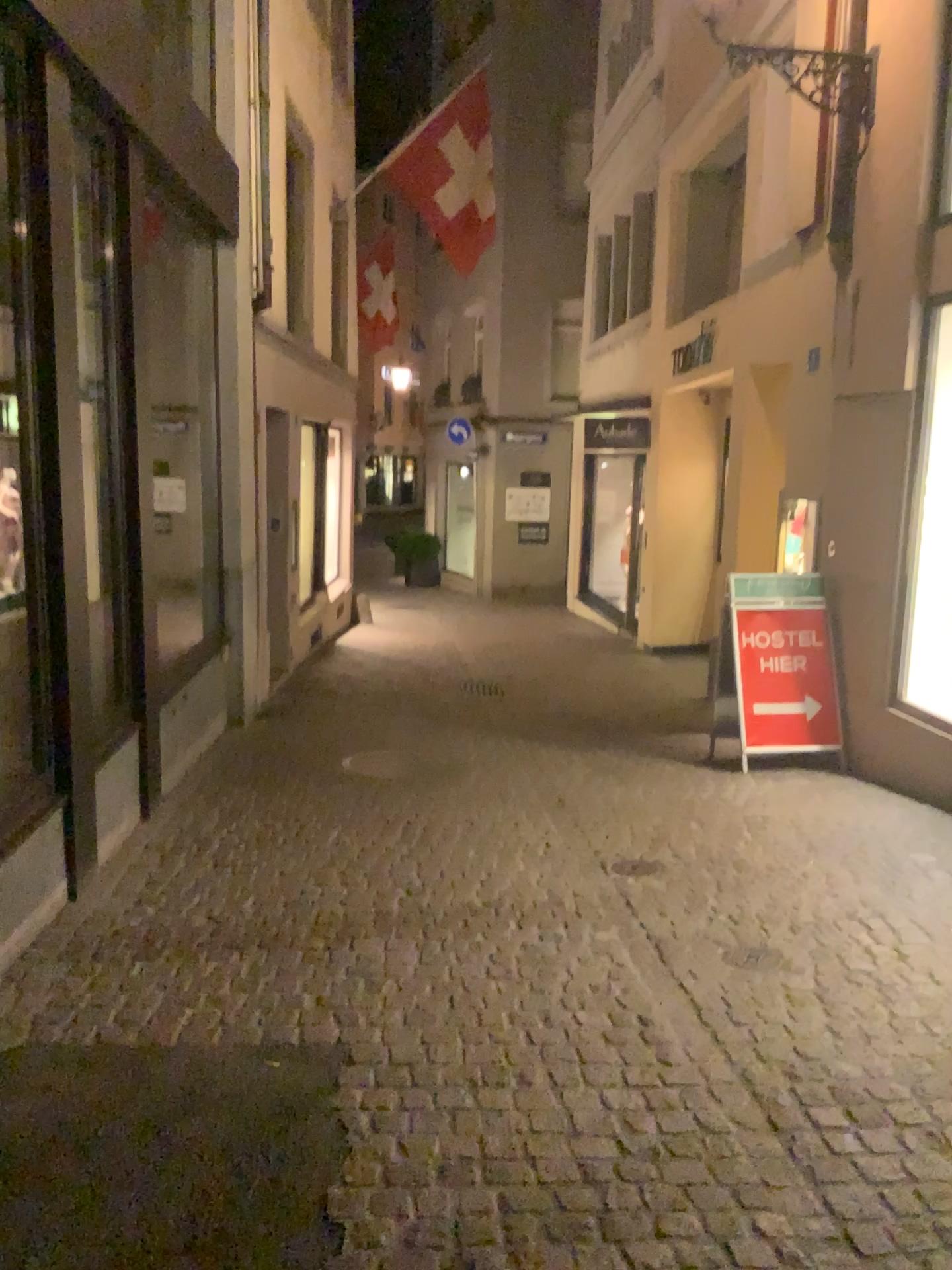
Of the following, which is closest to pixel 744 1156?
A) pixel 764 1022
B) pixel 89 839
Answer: pixel 764 1022
